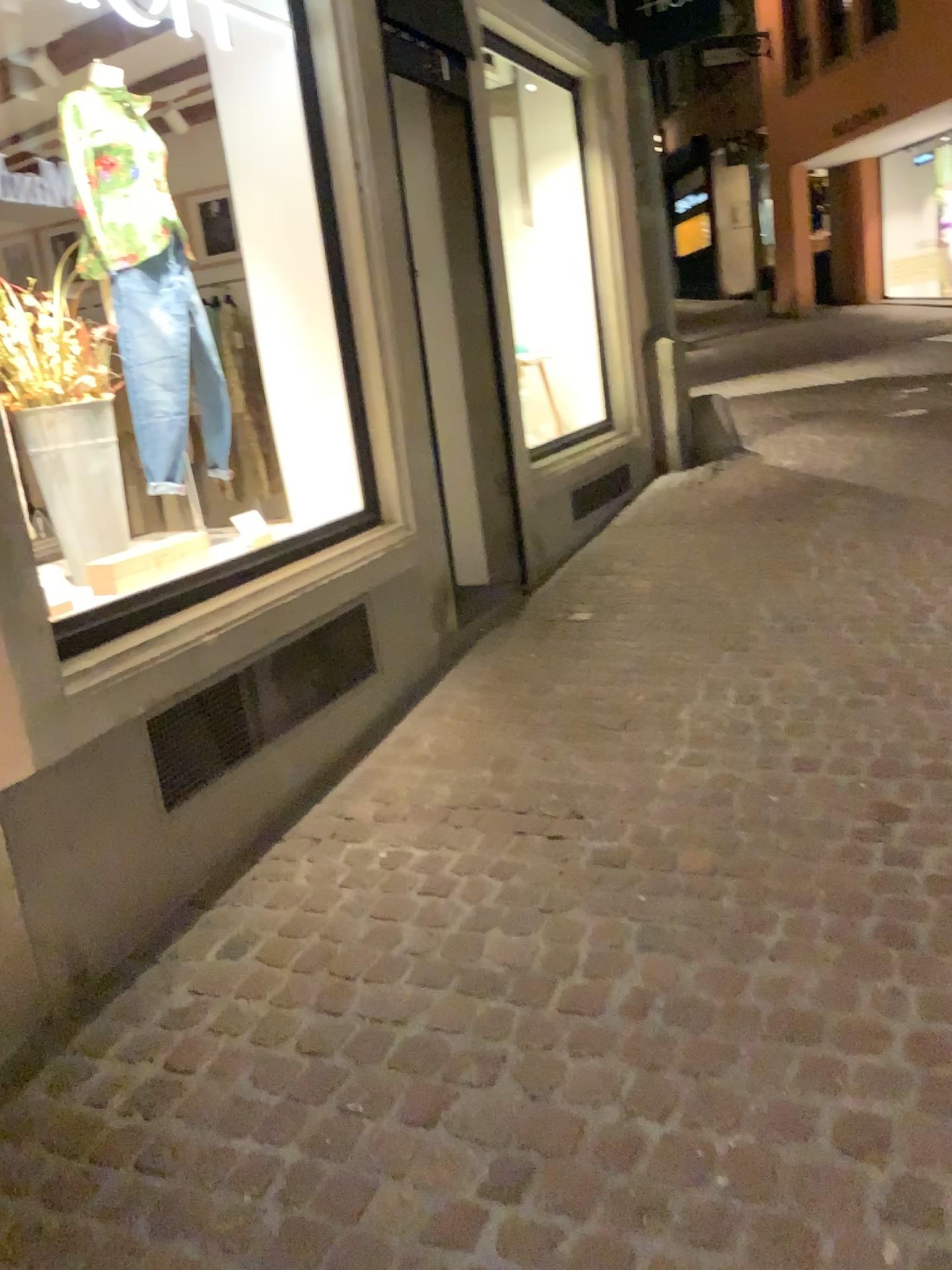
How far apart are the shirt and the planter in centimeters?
48cm

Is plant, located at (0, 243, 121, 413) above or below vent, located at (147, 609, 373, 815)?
above

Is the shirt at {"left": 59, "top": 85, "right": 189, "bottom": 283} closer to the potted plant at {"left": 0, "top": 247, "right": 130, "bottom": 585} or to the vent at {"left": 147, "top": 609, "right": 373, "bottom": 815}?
the potted plant at {"left": 0, "top": 247, "right": 130, "bottom": 585}

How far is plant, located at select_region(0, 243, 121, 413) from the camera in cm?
309

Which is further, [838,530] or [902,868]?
[838,530]

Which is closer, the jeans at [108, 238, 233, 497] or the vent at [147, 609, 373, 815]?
the vent at [147, 609, 373, 815]

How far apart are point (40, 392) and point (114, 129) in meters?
0.9

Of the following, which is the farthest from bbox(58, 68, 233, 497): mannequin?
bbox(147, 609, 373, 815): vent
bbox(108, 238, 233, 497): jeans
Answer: bbox(147, 609, 373, 815): vent

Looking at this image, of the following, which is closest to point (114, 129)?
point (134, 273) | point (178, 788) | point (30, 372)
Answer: point (134, 273)

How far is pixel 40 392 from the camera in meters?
3.1 m
